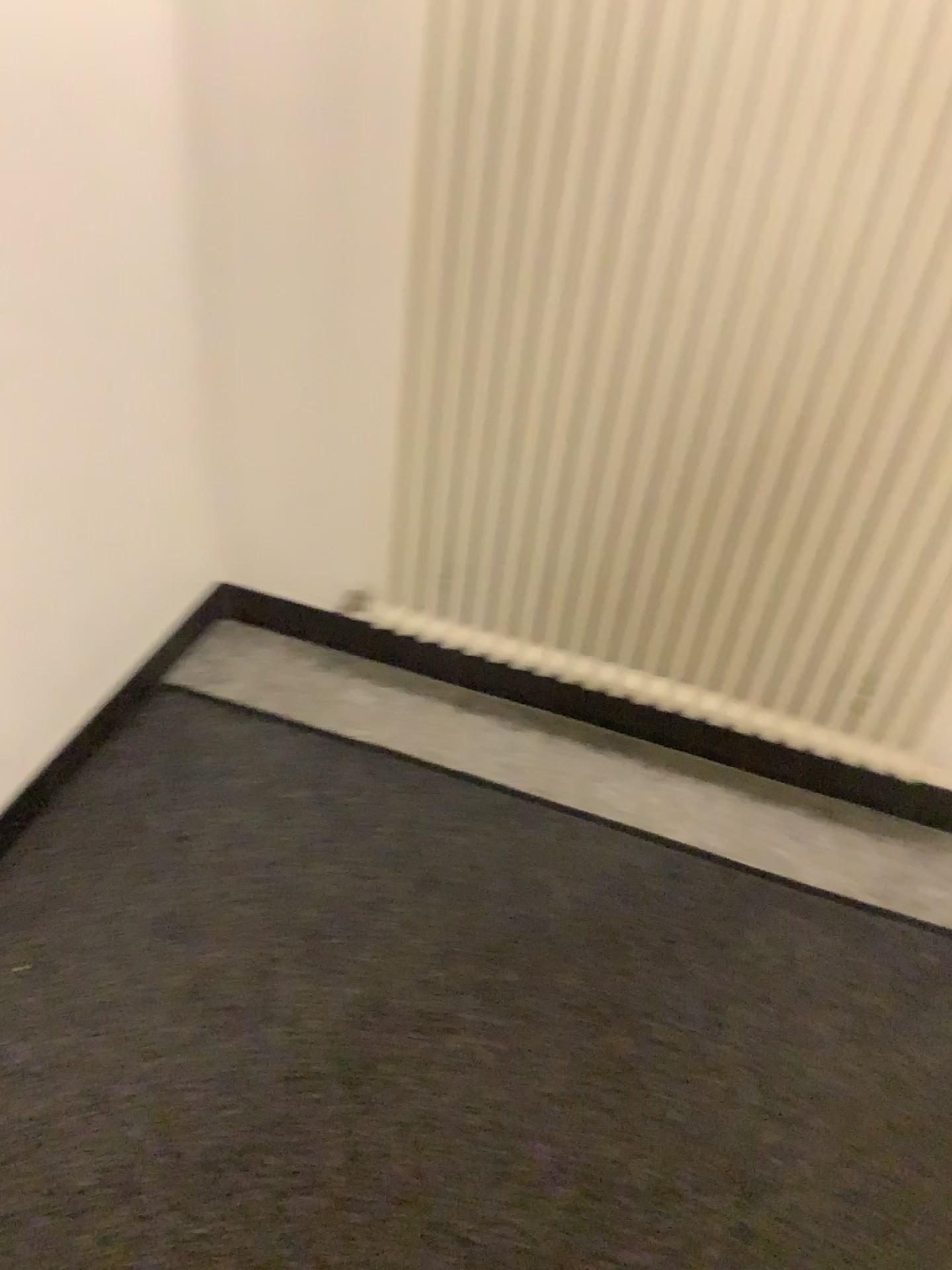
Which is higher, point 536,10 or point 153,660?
point 536,10

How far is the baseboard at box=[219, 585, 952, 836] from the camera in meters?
2.0 m

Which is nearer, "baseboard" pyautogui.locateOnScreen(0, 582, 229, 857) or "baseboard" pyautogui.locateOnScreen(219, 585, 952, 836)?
"baseboard" pyautogui.locateOnScreen(0, 582, 229, 857)

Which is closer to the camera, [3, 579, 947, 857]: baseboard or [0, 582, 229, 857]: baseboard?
[0, 582, 229, 857]: baseboard

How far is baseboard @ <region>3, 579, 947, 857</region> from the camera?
1.91m

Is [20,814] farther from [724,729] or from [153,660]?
[724,729]

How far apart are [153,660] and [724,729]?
1.1m

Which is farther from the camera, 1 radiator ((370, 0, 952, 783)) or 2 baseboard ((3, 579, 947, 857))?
2 baseboard ((3, 579, 947, 857))

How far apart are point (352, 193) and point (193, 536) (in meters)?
0.68

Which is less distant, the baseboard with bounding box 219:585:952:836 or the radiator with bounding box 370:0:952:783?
the radiator with bounding box 370:0:952:783
